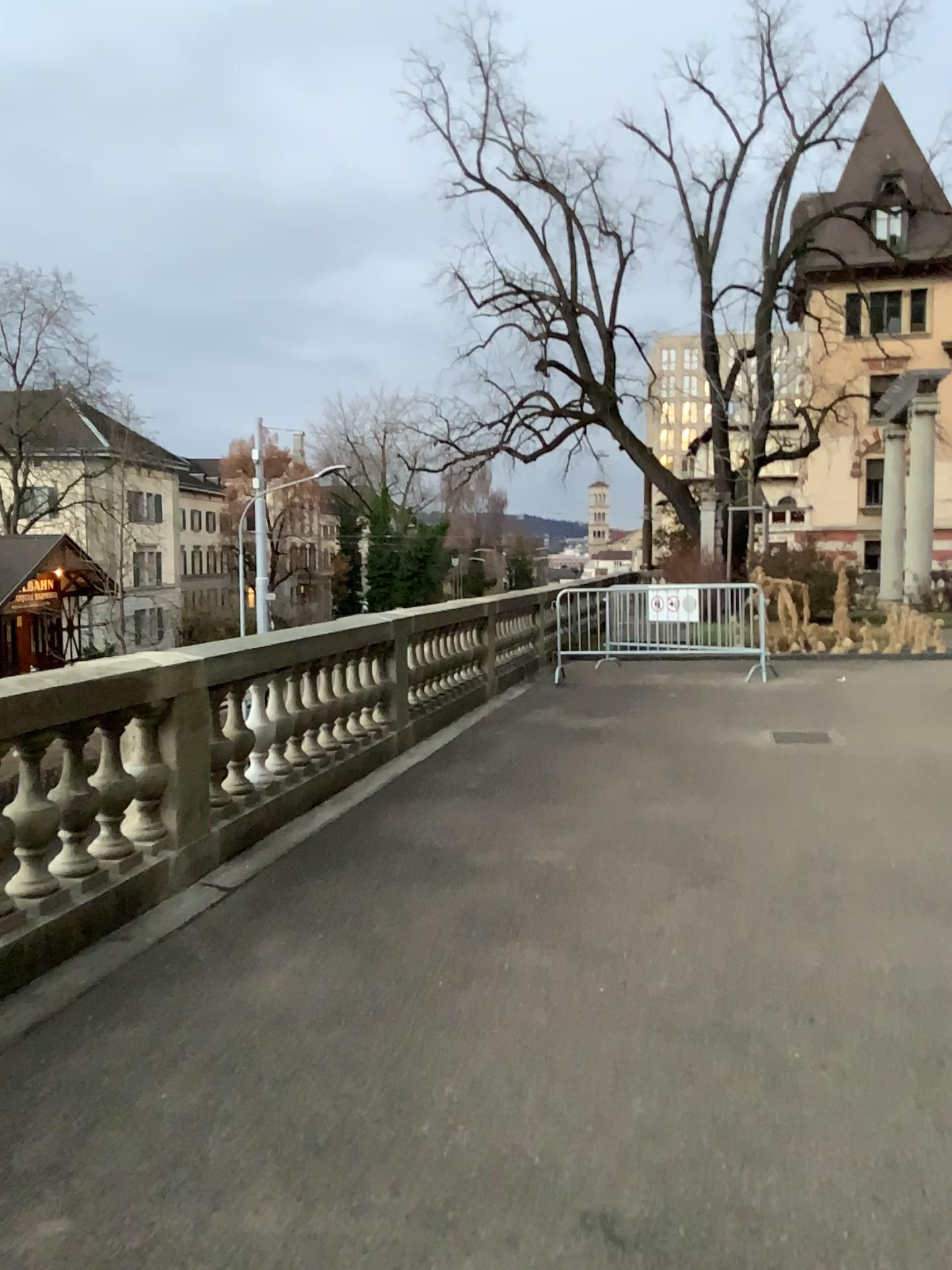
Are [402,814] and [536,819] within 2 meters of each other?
yes
